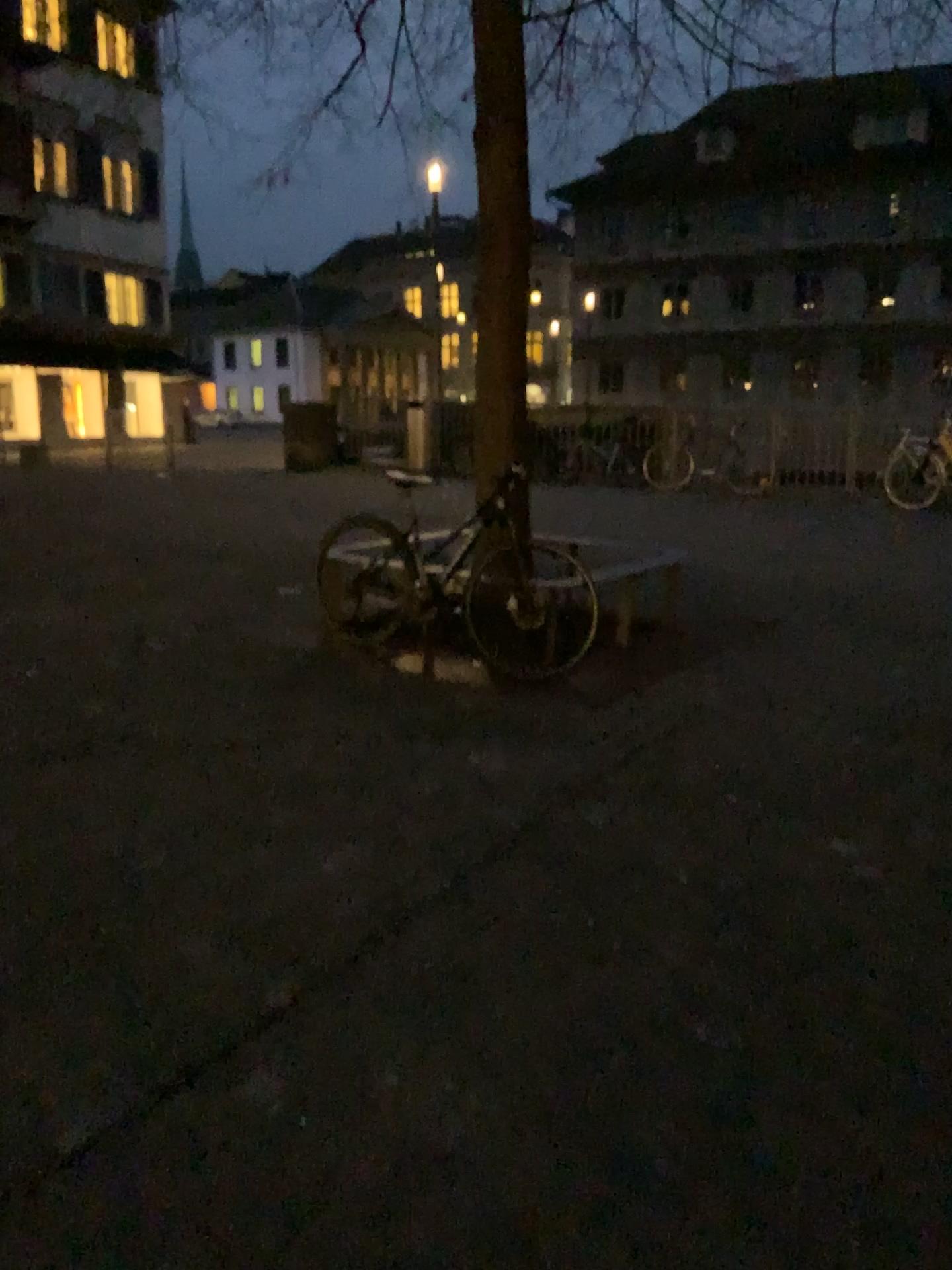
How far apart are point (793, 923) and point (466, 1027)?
1.0 meters
